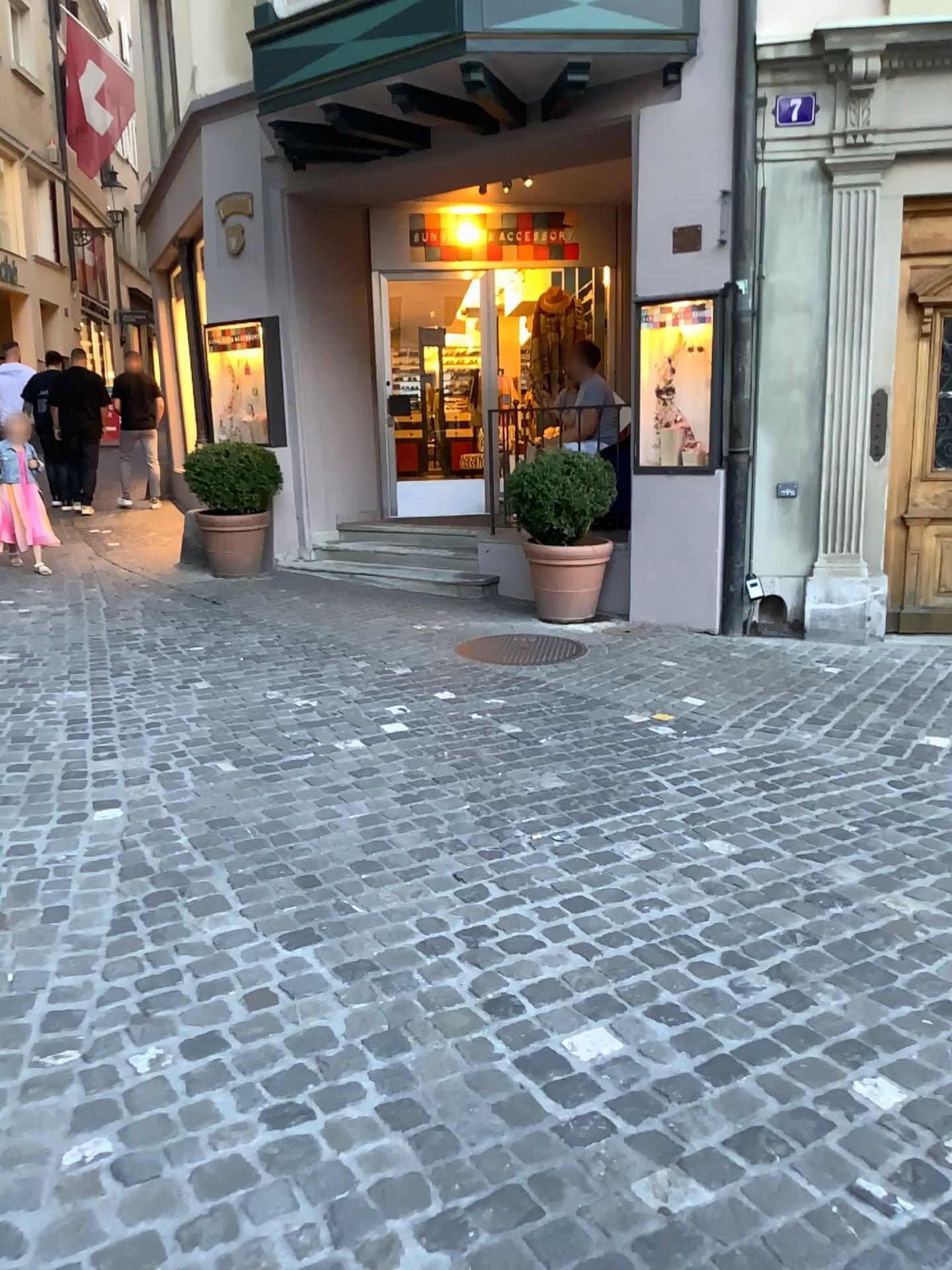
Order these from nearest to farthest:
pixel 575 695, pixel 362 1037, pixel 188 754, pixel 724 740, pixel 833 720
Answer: pixel 362 1037 → pixel 188 754 → pixel 724 740 → pixel 833 720 → pixel 575 695
